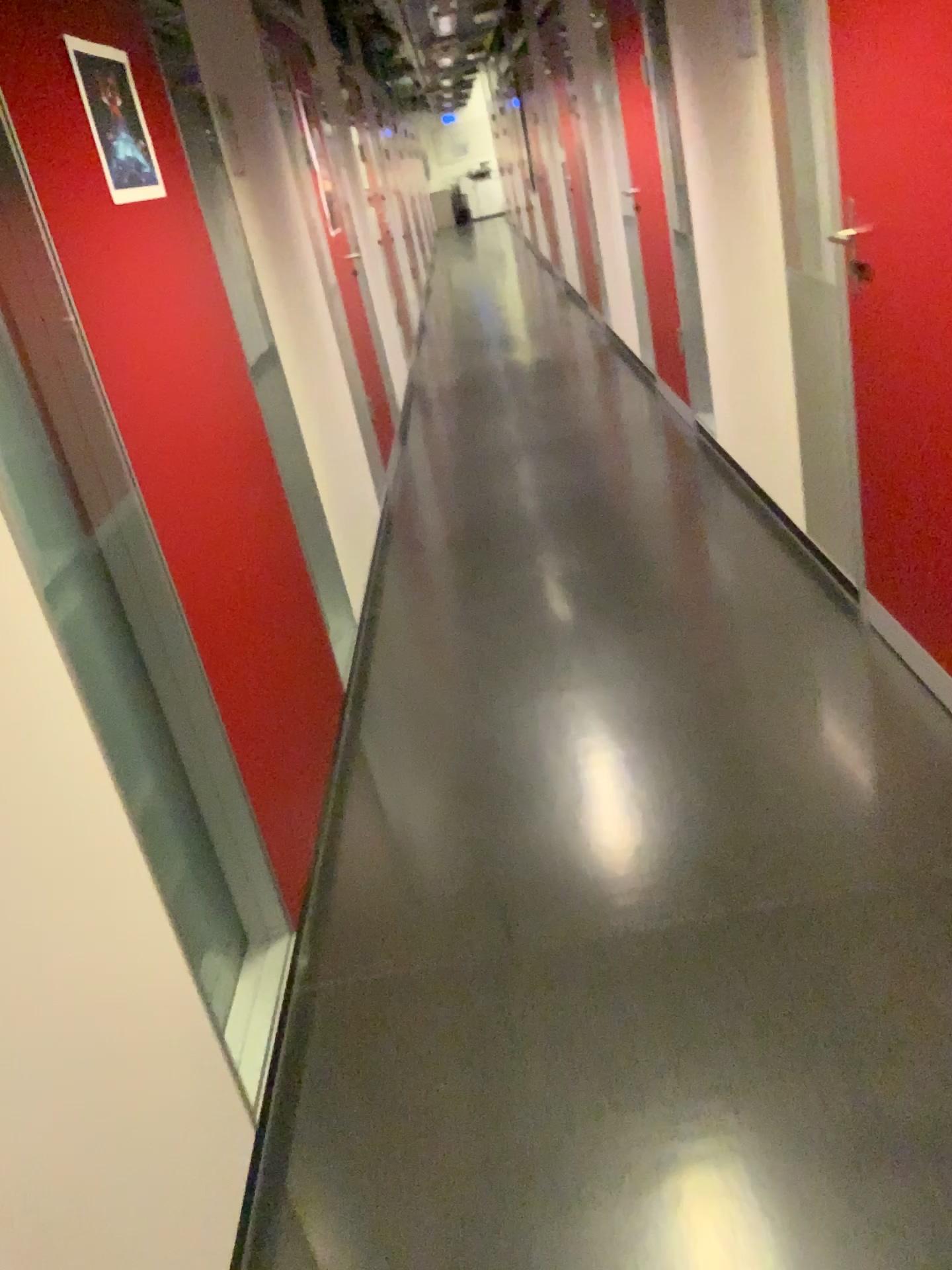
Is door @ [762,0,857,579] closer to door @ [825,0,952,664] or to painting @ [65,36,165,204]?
door @ [825,0,952,664]

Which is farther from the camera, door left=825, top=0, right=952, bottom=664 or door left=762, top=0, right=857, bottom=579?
door left=762, top=0, right=857, bottom=579

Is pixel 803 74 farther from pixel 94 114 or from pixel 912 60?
pixel 94 114

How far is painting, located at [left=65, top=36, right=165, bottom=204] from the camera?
2.0 meters

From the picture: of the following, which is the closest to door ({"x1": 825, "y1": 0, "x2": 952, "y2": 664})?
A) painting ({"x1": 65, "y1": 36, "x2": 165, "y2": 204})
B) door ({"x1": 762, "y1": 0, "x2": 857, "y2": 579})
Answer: door ({"x1": 762, "y1": 0, "x2": 857, "y2": 579})

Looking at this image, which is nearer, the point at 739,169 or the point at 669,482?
the point at 739,169

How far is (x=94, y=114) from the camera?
2.0m

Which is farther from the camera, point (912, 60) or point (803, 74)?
point (803, 74)
